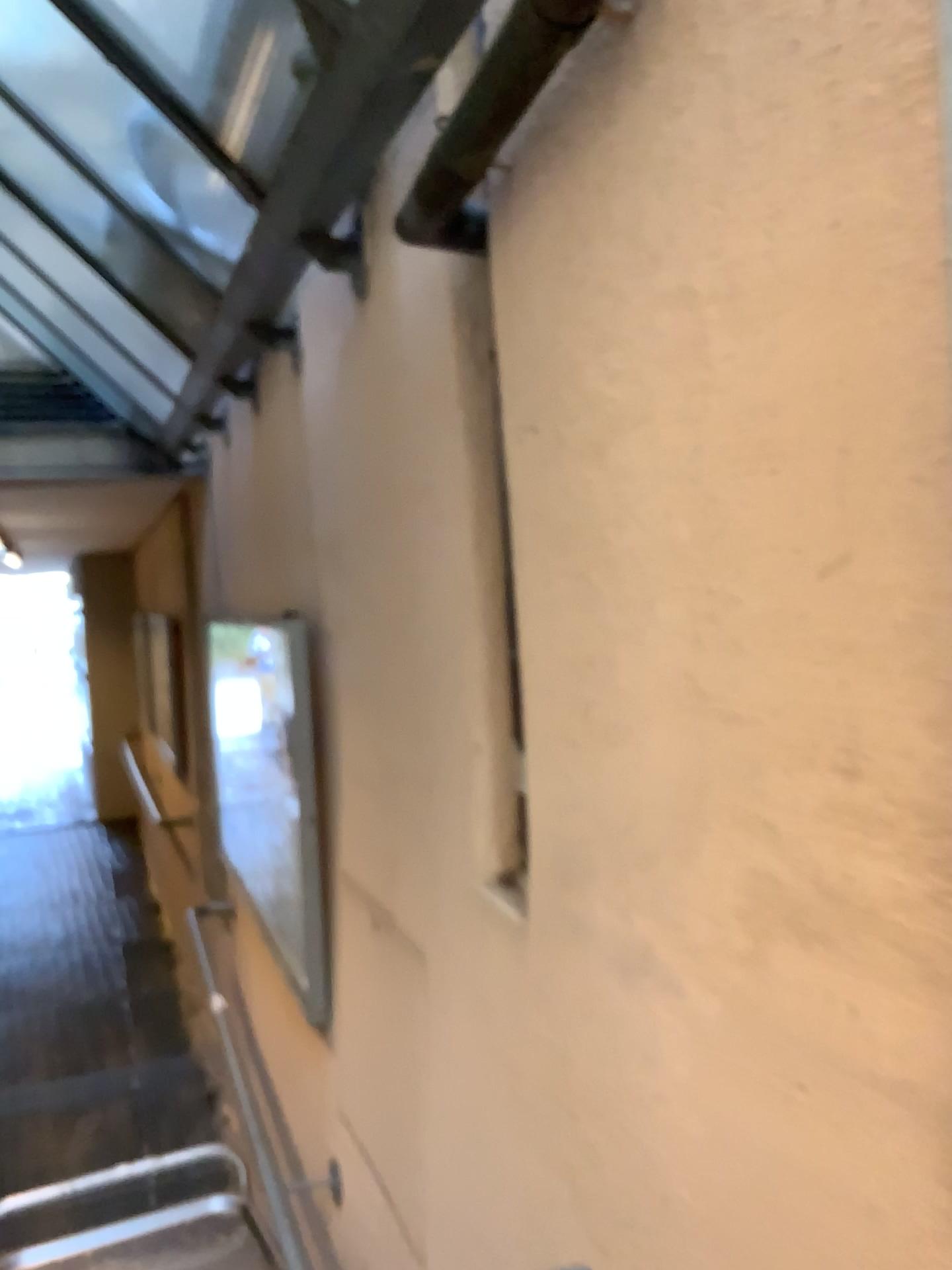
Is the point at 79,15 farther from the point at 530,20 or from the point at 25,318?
the point at 25,318

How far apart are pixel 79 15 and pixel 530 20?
1.1 meters

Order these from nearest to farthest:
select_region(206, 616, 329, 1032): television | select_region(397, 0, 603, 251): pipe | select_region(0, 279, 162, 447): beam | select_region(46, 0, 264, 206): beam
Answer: select_region(397, 0, 603, 251): pipe < select_region(46, 0, 264, 206): beam < select_region(206, 616, 329, 1032): television < select_region(0, 279, 162, 447): beam

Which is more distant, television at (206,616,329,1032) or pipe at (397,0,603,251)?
television at (206,616,329,1032)

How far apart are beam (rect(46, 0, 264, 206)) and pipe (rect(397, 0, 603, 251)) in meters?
0.6

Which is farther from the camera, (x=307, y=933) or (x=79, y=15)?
(x=307, y=933)

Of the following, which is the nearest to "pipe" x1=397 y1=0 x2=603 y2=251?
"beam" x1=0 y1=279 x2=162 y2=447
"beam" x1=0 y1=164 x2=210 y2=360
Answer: "beam" x1=0 y1=164 x2=210 y2=360

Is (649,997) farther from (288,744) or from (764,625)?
(288,744)

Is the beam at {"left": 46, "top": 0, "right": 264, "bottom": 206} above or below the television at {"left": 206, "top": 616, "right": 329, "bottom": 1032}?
above

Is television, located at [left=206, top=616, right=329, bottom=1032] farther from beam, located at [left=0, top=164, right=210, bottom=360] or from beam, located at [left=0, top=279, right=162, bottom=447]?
beam, located at [left=0, top=279, right=162, bottom=447]
